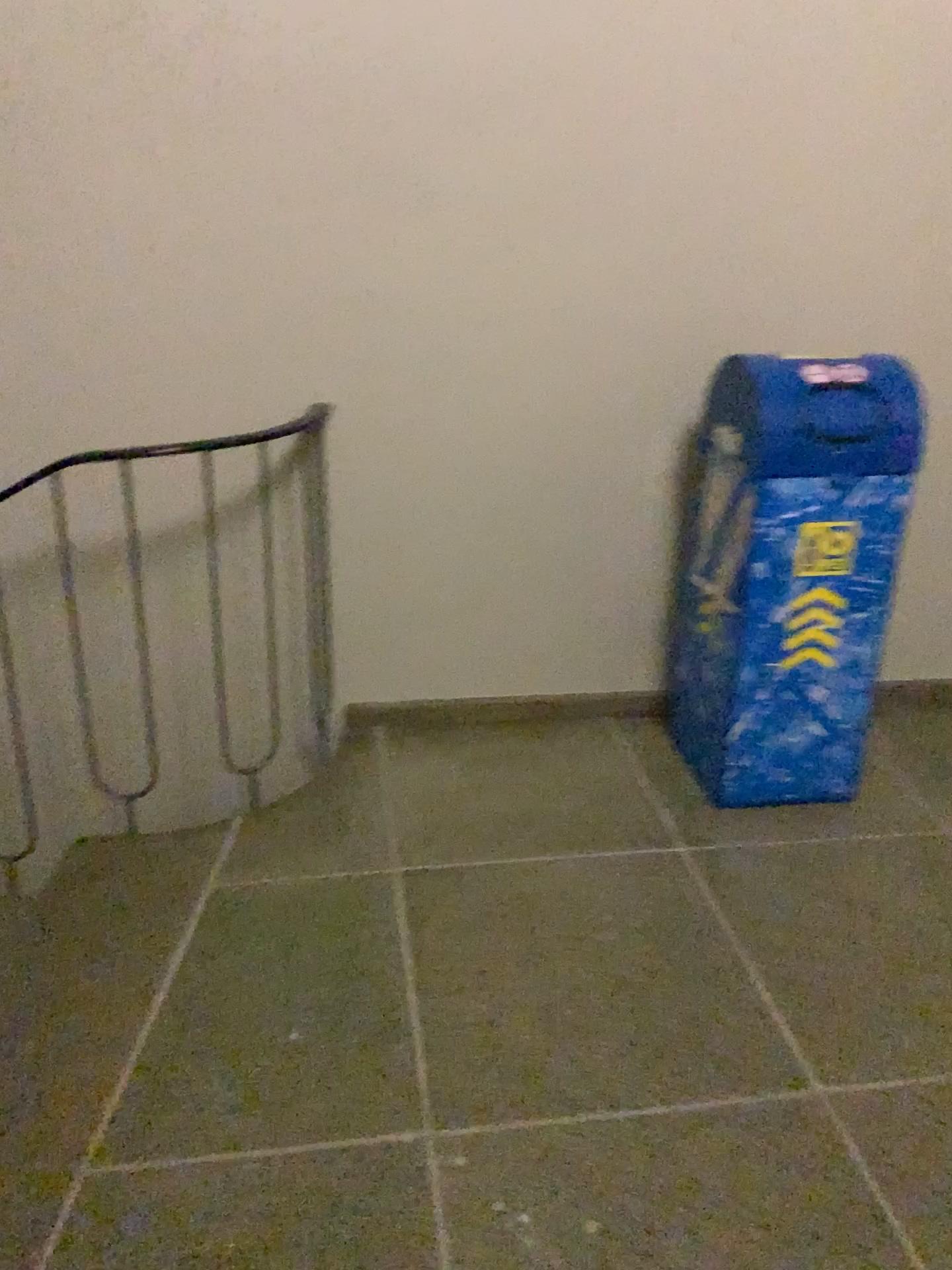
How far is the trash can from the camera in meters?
2.3 m

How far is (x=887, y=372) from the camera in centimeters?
232cm

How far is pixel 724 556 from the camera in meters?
2.4
